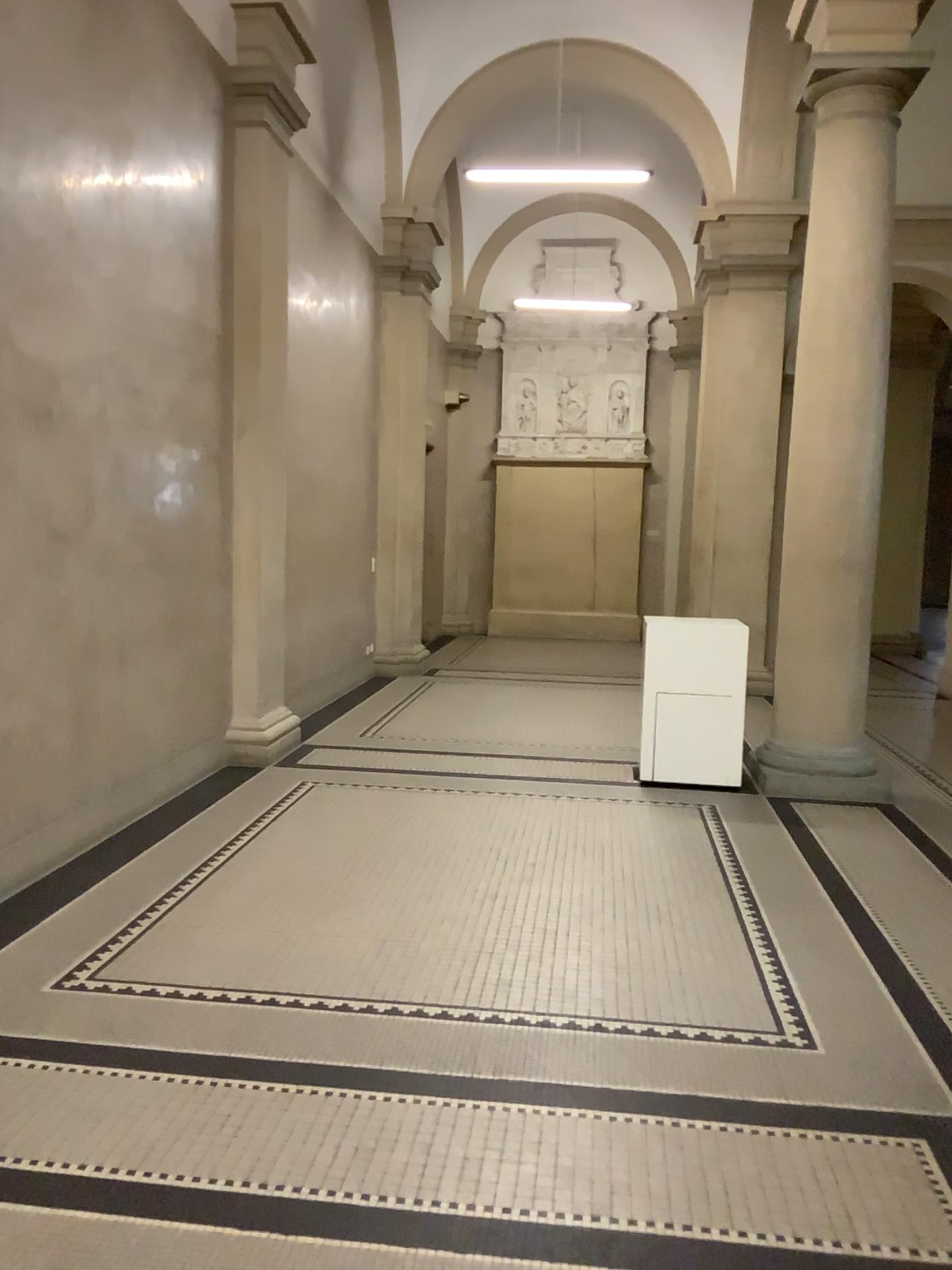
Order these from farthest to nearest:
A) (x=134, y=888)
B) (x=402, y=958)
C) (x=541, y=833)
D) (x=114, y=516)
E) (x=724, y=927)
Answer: (x=541, y=833) < (x=114, y=516) < (x=134, y=888) < (x=724, y=927) < (x=402, y=958)
